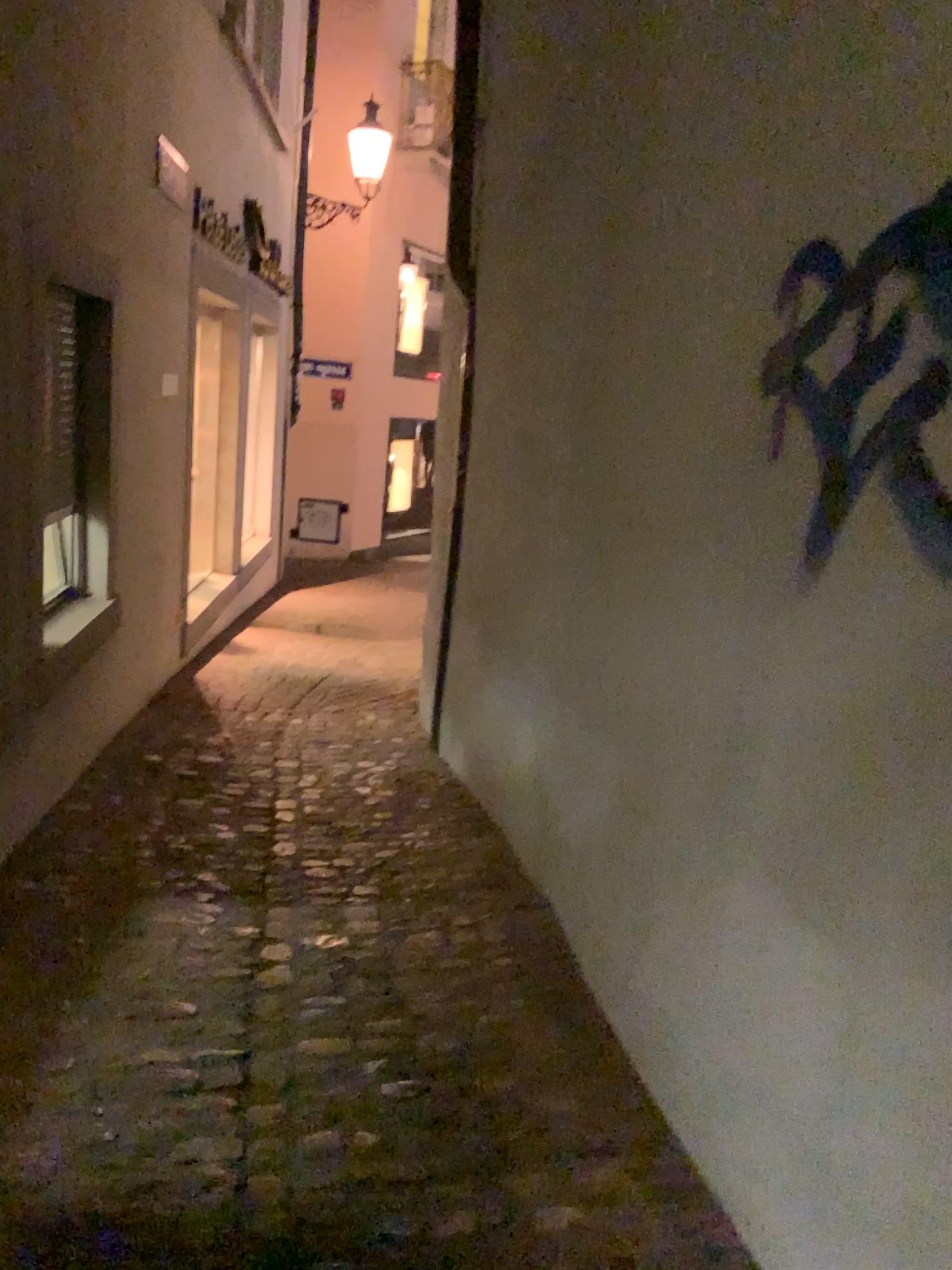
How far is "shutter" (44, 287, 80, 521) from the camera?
3.1 meters

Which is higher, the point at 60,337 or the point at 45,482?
the point at 60,337

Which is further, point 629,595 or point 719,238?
point 629,595

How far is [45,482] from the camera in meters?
3.1
